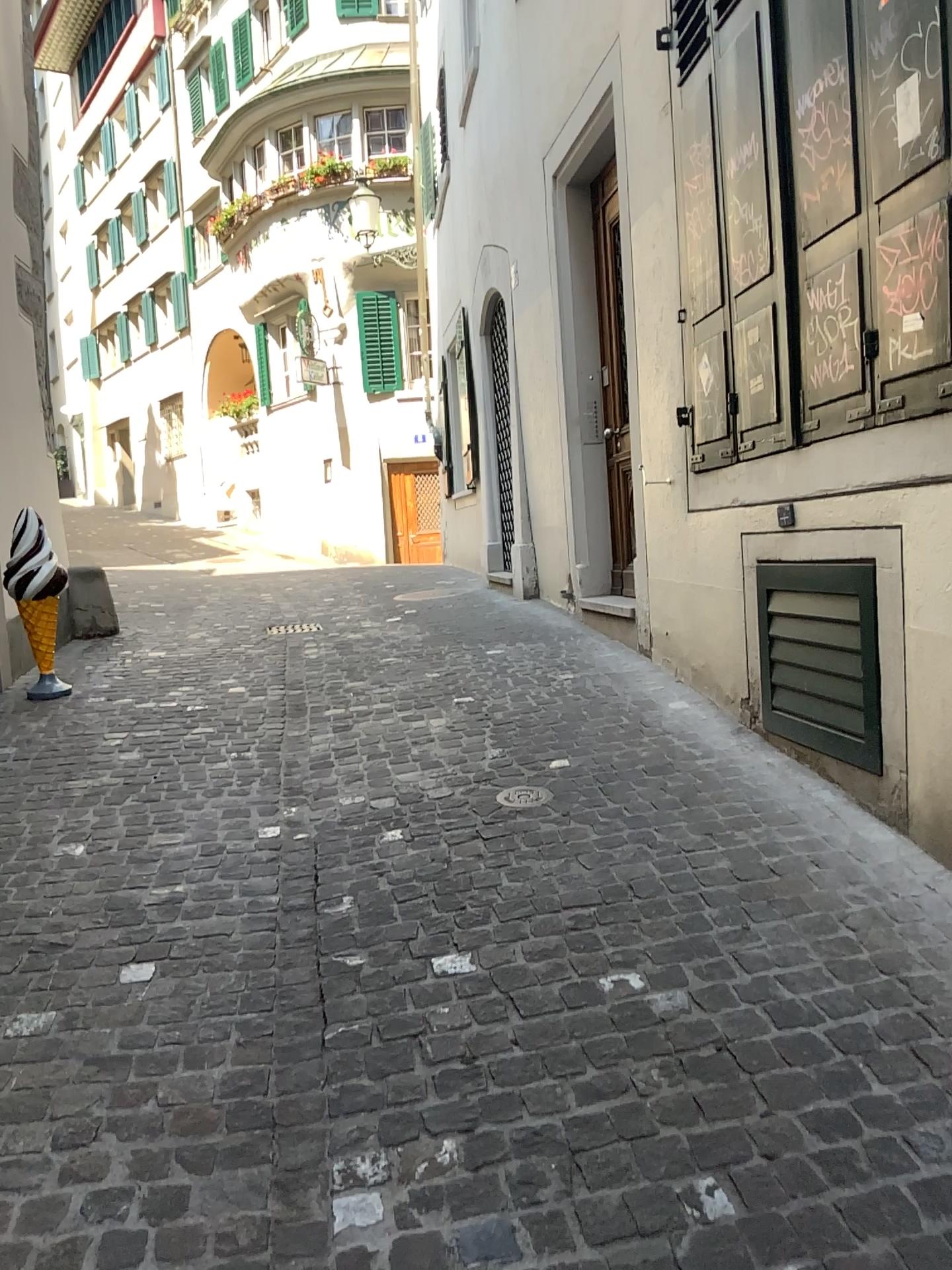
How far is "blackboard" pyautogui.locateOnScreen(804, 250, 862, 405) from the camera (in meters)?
2.99

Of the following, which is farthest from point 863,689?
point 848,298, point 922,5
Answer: point 922,5

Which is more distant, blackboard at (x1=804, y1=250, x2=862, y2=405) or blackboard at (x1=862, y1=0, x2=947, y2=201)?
blackboard at (x1=804, y1=250, x2=862, y2=405)

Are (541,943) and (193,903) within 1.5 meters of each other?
yes

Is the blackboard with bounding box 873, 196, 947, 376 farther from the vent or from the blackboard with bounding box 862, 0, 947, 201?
the vent

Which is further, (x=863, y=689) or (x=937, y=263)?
(x=863, y=689)

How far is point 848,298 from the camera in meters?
3.0 m

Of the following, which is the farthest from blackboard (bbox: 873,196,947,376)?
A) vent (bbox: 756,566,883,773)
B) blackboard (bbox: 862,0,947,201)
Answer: vent (bbox: 756,566,883,773)

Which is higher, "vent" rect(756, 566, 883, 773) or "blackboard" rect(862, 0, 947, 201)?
"blackboard" rect(862, 0, 947, 201)
